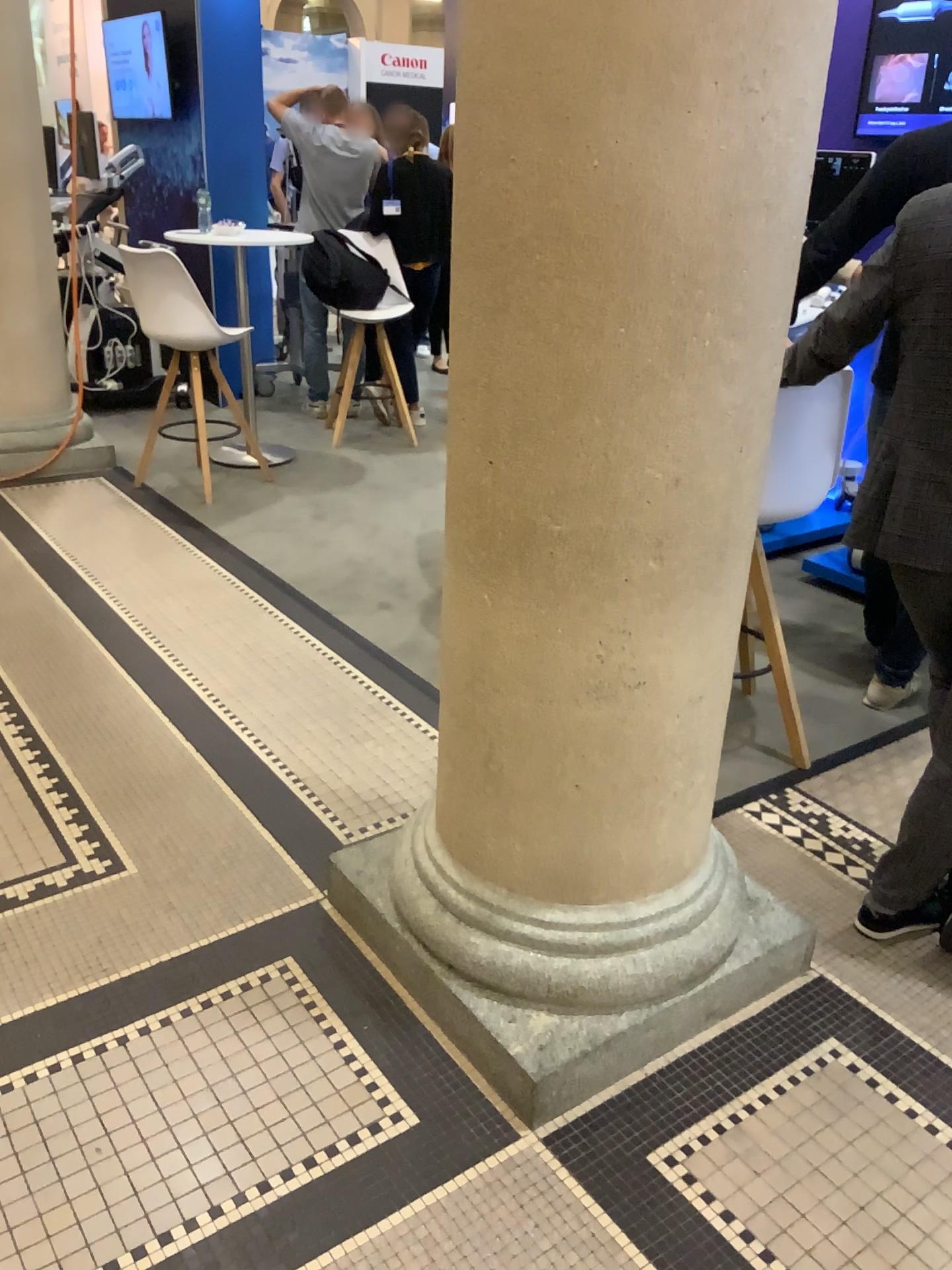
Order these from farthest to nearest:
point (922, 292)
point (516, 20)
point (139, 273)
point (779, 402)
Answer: point (139, 273) → point (779, 402) → point (922, 292) → point (516, 20)

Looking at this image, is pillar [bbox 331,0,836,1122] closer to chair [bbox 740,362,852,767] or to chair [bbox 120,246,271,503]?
chair [bbox 740,362,852,767]

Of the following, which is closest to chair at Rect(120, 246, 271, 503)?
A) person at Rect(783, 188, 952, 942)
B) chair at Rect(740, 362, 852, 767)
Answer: chair at Rect(740, 362, 852, 767)

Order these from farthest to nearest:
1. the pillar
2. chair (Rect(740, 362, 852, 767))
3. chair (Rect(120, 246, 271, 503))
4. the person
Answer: chair (Rect(120, 246, 271, 503)) → chair (Rect(740, 362, 852, 767)) → the person → the pillar

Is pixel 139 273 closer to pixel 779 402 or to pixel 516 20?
pixel 779 402

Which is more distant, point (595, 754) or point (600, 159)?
point (595, 754)

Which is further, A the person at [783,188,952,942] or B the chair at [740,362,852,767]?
B the chair at [740,362,852,767]

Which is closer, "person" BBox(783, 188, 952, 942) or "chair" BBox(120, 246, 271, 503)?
"person" BBox(783, 188, 952, 942)

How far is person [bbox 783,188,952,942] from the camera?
1.8m

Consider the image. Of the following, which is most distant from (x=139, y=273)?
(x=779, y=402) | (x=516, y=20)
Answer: (x=516, y=20)
